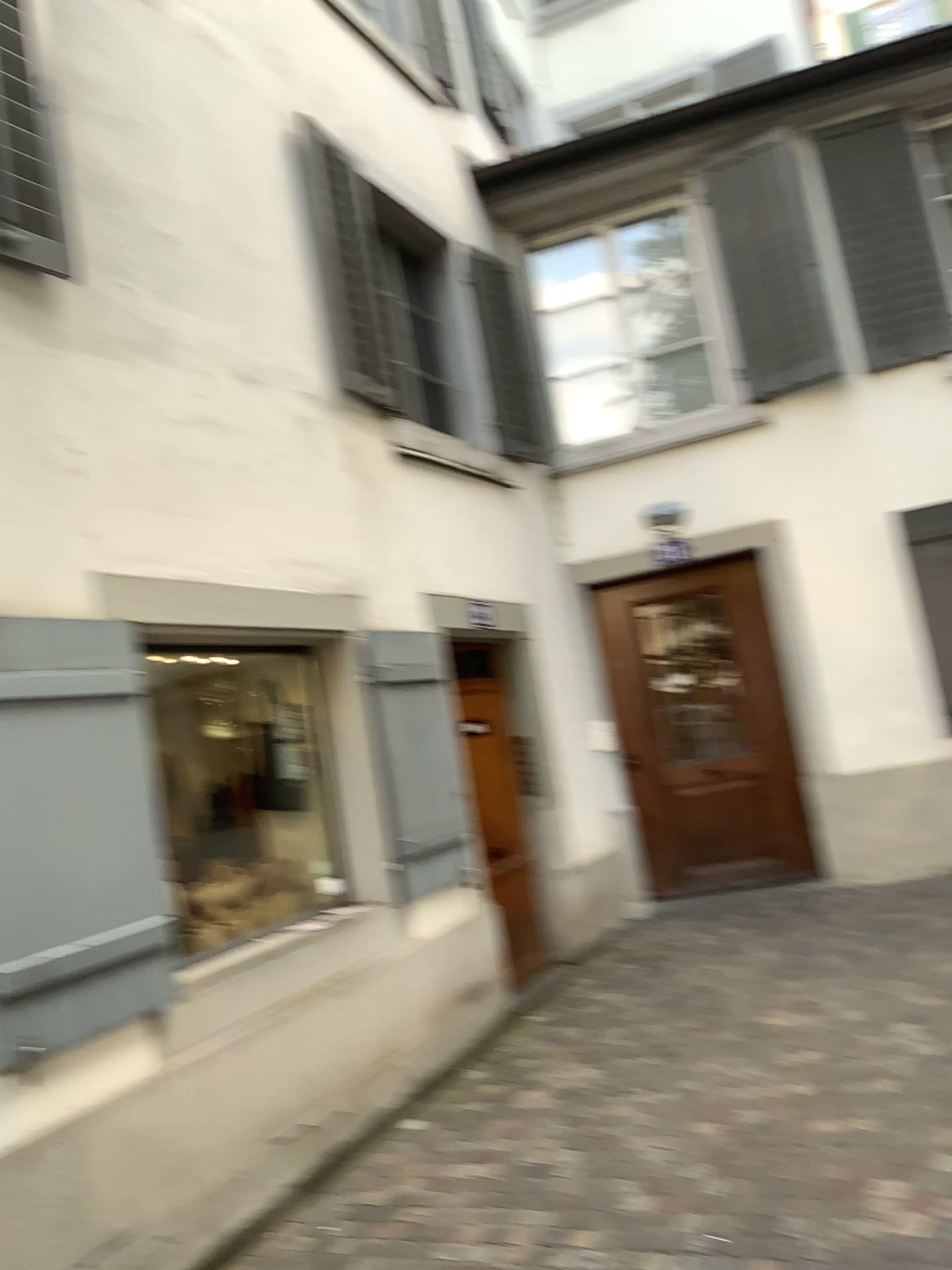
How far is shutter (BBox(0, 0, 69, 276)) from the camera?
3.3 meters

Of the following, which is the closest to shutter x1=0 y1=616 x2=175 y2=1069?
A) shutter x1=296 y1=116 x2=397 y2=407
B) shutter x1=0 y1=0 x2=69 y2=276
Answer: shutter x1=0 y1=0 x2=69 y2=276

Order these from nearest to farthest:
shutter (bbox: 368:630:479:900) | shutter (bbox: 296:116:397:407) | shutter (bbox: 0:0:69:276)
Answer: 1. shutter (bbox: 0:0:69:276)
2. shutter (bbox: 368:630:479:900)
3. shutter (bbox: 296:116:397:407)

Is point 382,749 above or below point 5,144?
below

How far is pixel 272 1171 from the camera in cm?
355

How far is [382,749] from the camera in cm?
471

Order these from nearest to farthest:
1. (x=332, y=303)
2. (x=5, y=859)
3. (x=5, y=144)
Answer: (x=5, y=859) < (x=5, y=144) < (x=332, y=303)

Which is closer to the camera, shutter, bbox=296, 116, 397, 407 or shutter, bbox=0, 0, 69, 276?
shutter, bbox=0, 0, 69, 276

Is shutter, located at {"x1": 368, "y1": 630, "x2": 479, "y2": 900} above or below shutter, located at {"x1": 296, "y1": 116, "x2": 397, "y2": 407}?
below

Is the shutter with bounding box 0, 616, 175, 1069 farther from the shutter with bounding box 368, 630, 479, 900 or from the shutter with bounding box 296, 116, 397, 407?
the shutter with bounding box 296, 116, 397, 407
